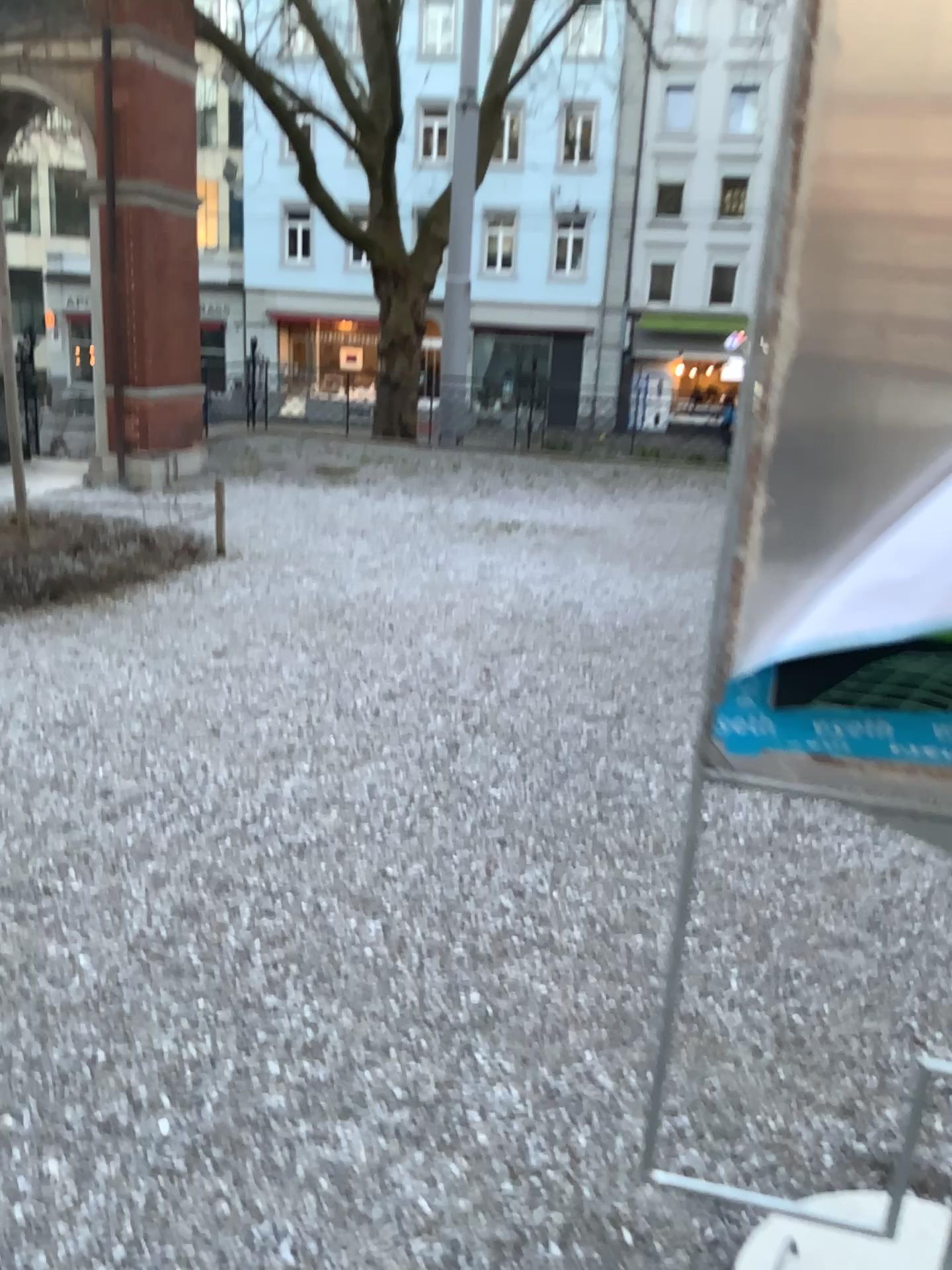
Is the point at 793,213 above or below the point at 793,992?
above
